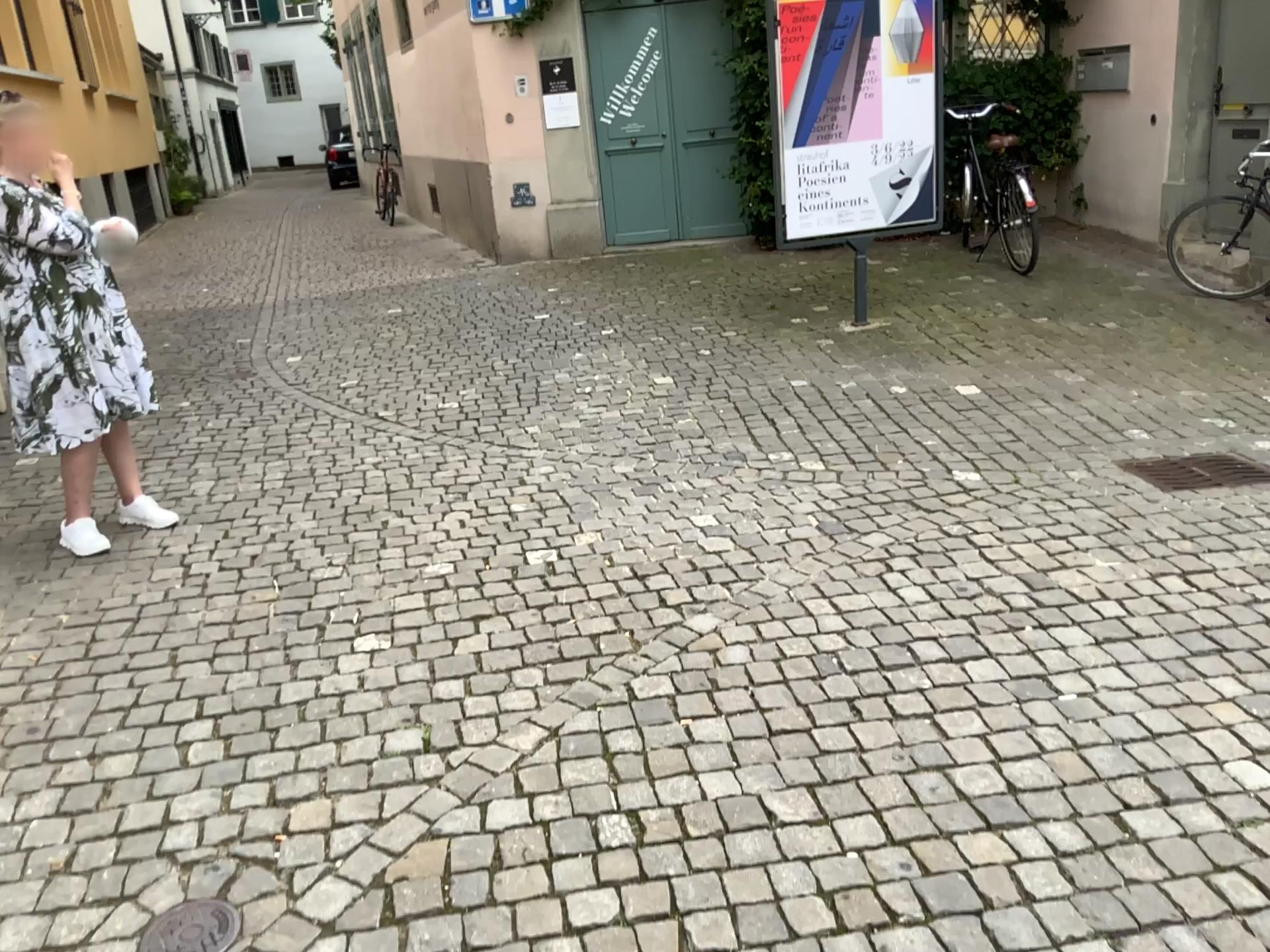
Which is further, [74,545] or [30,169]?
[74,545]

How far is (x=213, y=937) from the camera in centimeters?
201cm

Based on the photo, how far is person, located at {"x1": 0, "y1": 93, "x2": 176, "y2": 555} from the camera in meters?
3.6 m

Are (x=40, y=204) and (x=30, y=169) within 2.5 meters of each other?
yes

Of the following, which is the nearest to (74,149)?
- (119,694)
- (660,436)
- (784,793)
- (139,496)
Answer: (139,496)

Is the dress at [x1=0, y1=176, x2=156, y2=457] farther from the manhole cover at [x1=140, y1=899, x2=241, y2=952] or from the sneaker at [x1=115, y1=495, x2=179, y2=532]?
the manhole cover at [x1=140, y1=899, x2=241, y2=952]

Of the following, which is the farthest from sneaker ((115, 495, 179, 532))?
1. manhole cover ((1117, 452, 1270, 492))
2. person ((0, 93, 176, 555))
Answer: manhole cover ((1117, 452, 1270, 492))

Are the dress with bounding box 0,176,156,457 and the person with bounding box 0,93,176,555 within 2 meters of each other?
yes

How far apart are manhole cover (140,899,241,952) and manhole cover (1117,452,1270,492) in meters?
3.5 m

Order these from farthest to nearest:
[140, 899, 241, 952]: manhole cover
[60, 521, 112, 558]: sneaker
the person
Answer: [60, 521, 112, 558]: sneaker
the person
[140, 899, 241, 952]: manhole cover
